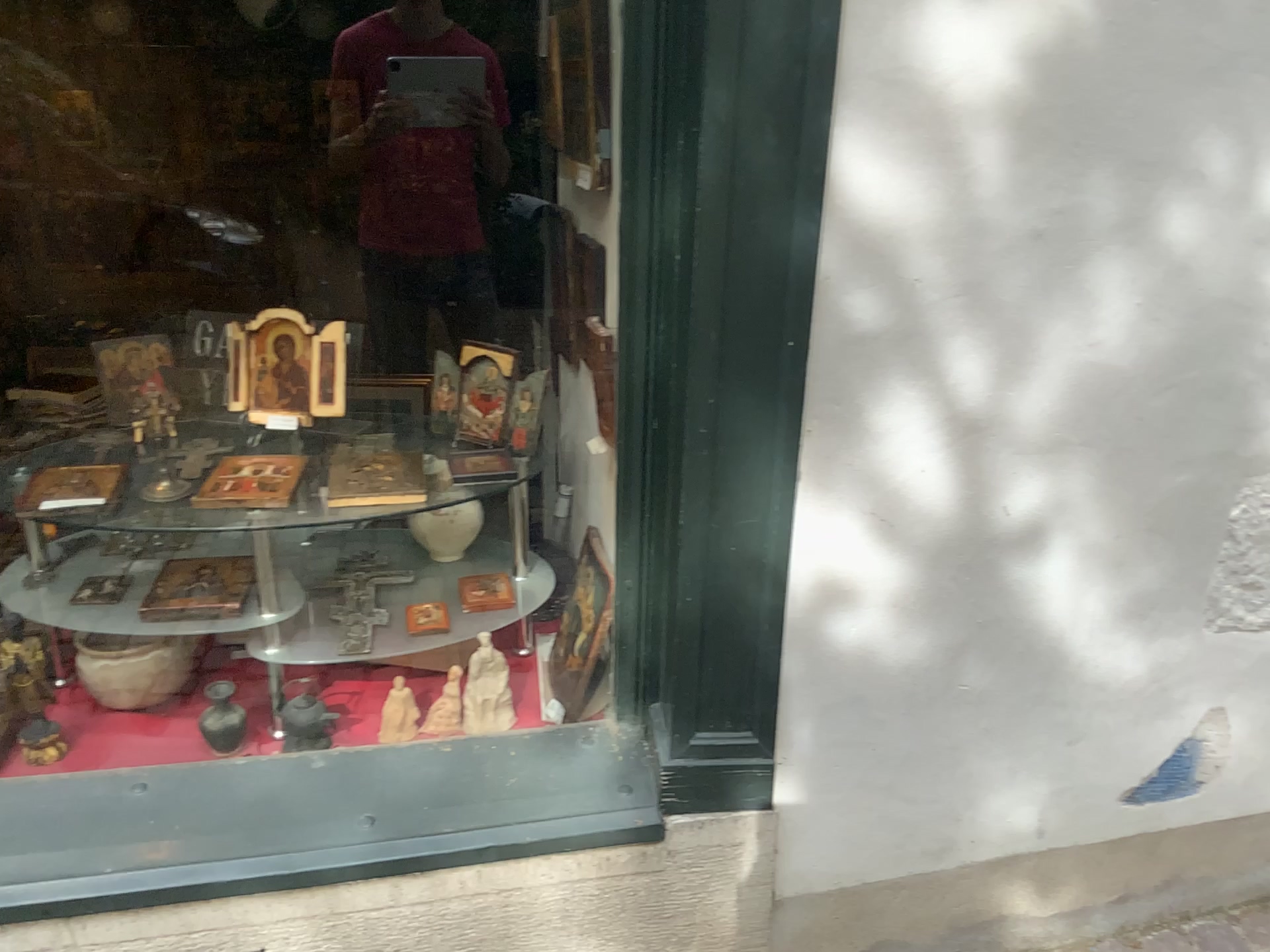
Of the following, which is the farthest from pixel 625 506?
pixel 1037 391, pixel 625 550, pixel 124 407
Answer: pixel 124 407

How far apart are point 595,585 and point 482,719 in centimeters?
29cm

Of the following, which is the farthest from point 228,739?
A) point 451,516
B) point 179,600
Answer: point 451,516

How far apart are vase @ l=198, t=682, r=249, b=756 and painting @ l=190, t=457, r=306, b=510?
0.3m

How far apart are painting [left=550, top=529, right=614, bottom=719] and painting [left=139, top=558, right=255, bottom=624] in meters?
0.5

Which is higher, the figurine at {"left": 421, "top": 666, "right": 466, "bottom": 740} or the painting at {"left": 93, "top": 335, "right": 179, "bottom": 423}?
the painting at {"left": 93, "top": 335, "right": 179, "bottom": 423}

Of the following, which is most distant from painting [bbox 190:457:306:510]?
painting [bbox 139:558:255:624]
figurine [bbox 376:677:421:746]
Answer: figurine [bbox 376:677:421:746]

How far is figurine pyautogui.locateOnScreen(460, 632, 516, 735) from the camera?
1.75m

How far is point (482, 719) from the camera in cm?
175

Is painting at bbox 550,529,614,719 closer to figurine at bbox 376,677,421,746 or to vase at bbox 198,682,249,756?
figurine at bbox 376,677,421,746
